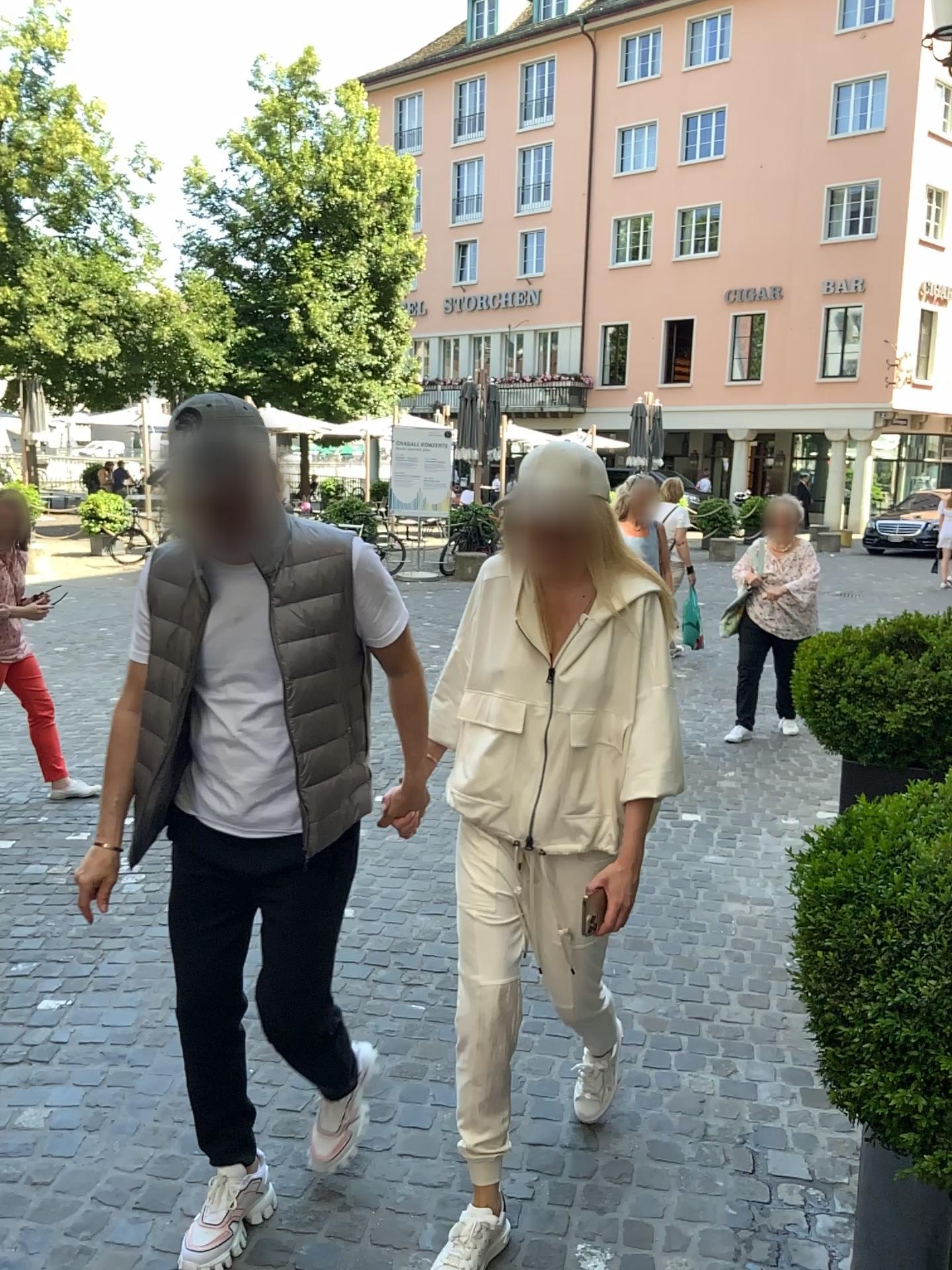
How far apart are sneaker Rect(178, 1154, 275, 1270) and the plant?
1.3m

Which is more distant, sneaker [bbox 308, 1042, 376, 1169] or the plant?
sneaker [bbox 308, 1042, 376, 1169]

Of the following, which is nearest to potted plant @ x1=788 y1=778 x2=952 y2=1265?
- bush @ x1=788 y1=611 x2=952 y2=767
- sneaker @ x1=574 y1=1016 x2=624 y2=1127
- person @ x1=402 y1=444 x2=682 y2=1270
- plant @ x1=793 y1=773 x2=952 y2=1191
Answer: plant @ x1=793 y1=773 x2=952 y2=1191

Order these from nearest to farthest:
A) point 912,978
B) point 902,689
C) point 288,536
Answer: point 912,978 < point 288,536 < point 902,689

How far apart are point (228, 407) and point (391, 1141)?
1.8m

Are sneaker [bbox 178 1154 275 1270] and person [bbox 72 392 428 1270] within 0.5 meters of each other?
yes

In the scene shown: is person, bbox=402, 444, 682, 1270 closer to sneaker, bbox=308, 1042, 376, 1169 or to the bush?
sneaker, bbox=308, 1042, 376, 1169

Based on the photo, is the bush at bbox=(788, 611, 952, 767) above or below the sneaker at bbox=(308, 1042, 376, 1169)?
above

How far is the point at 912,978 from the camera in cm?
145

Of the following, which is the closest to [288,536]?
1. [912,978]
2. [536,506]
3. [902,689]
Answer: [536,506]
